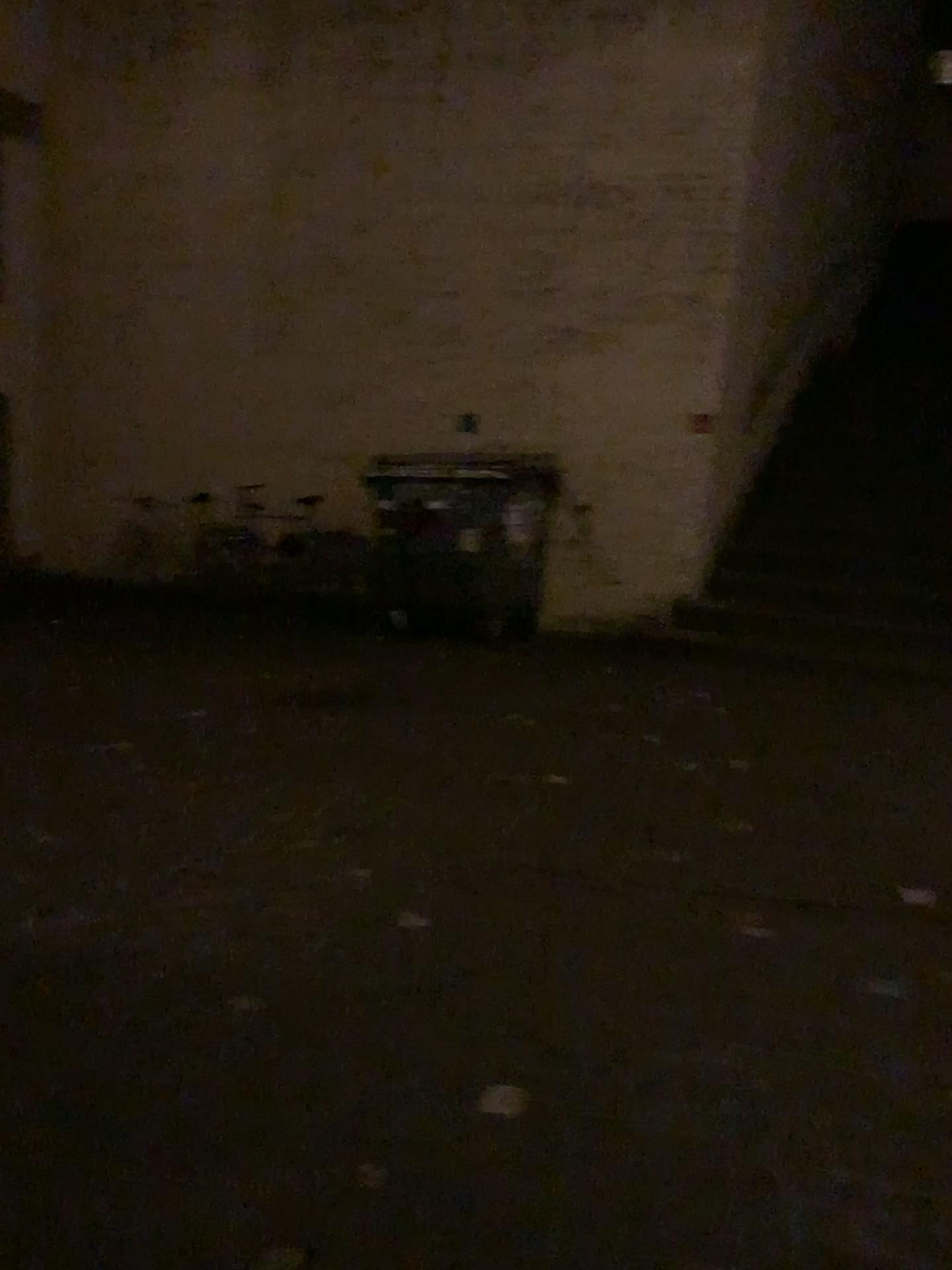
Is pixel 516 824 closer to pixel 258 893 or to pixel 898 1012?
pixel 258 893
